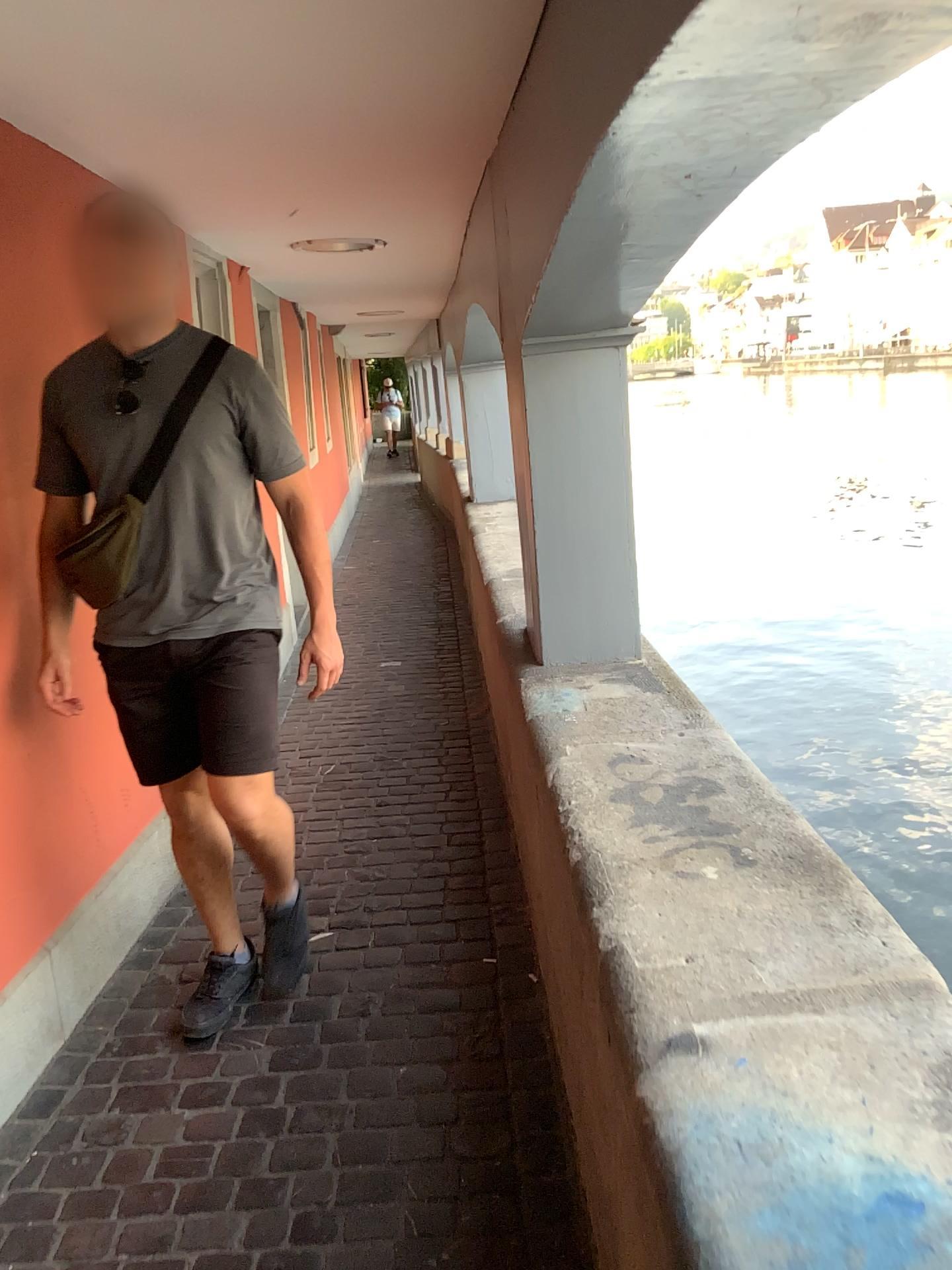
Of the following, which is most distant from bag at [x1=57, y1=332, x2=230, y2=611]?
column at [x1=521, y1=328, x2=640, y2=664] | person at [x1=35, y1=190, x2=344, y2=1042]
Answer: column at [x1=521, y1=328, x2=640, y2=664]

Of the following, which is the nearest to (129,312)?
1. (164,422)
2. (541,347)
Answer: (164,422)

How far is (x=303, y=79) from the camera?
2.0m

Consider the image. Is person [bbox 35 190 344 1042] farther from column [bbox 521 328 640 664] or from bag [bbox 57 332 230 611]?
column [bbox 521 328 640 664]

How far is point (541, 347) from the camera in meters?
2.7

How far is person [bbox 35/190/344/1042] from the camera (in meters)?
2.10

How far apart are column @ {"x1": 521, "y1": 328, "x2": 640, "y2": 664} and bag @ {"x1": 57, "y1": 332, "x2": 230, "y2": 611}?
0.8 meters

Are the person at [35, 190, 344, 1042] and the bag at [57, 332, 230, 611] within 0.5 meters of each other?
yes

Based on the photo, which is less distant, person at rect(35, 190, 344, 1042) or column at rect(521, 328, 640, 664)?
person at rect(35, 190, 344, 1042)

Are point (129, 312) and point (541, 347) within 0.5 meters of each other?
no
